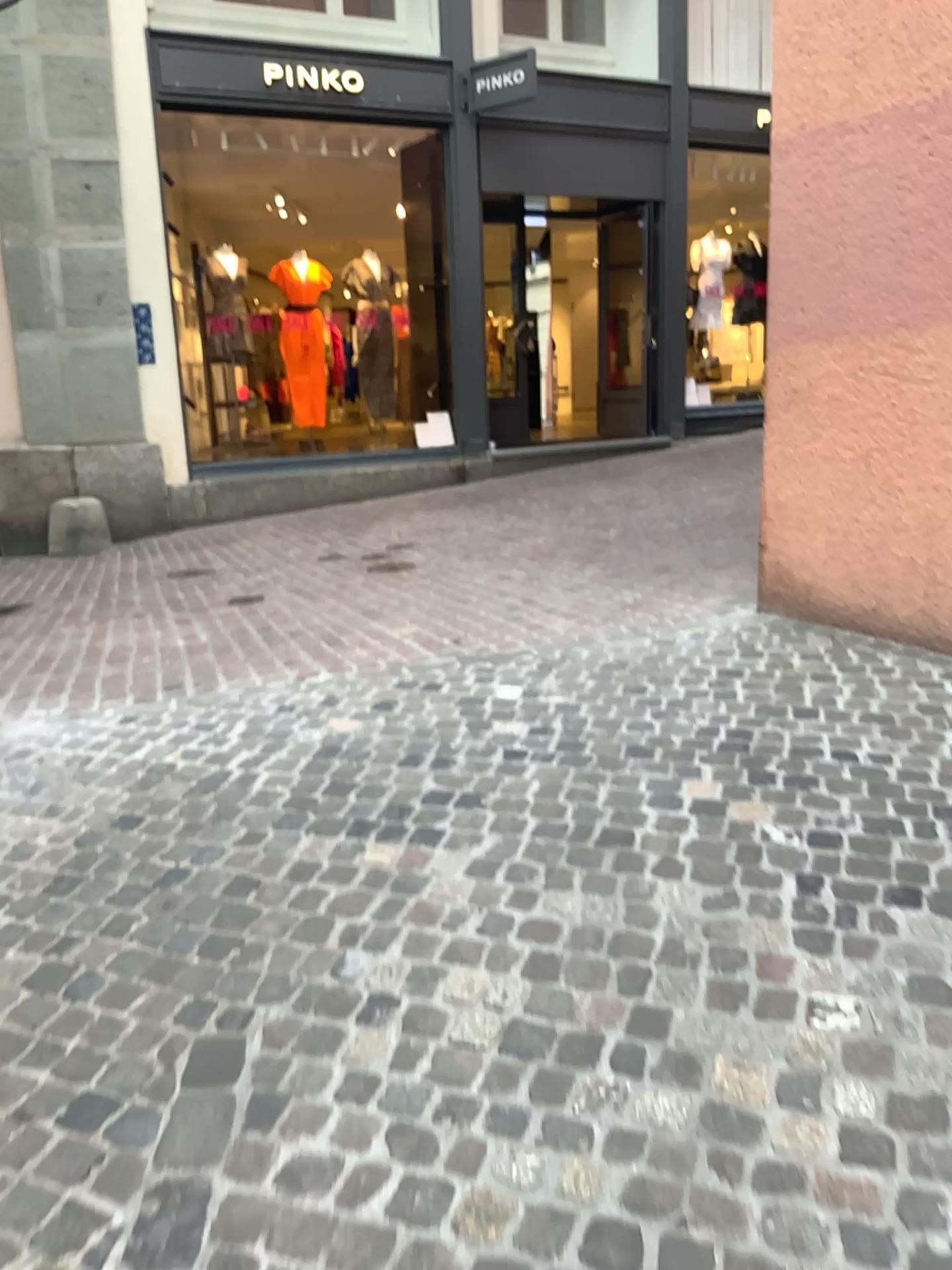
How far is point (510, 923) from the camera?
2.4 meters
